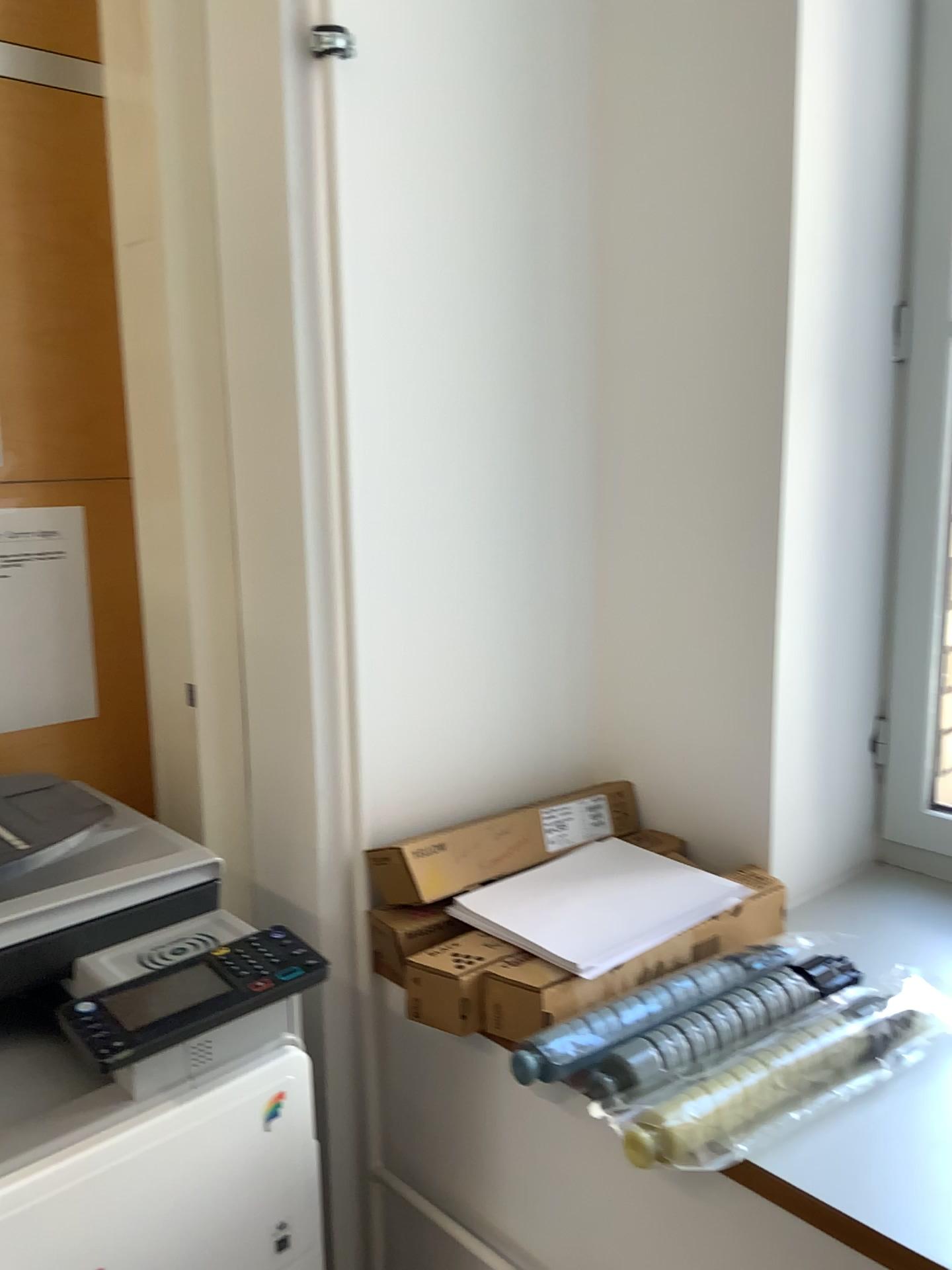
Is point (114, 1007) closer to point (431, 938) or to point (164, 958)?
point (164, 958)

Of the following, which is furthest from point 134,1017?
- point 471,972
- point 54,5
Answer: point 54,5

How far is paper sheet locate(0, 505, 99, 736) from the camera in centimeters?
138cm

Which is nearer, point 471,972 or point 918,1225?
point 918,1225

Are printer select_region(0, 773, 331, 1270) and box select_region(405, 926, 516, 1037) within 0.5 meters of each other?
yes

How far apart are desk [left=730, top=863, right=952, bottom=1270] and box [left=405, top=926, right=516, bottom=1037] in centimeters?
32cm

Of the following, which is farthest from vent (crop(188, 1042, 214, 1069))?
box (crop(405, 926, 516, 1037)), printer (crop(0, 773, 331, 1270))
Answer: box (crop(405, 926, 516, 1037))

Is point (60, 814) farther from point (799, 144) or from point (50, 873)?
point (799, 144)

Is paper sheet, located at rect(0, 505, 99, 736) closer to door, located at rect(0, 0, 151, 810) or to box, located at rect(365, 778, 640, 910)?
door, located at rect(0, 0, 151, 810)

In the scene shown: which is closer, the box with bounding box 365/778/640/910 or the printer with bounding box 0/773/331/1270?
the printer with bounding box 0/773/331/1270
